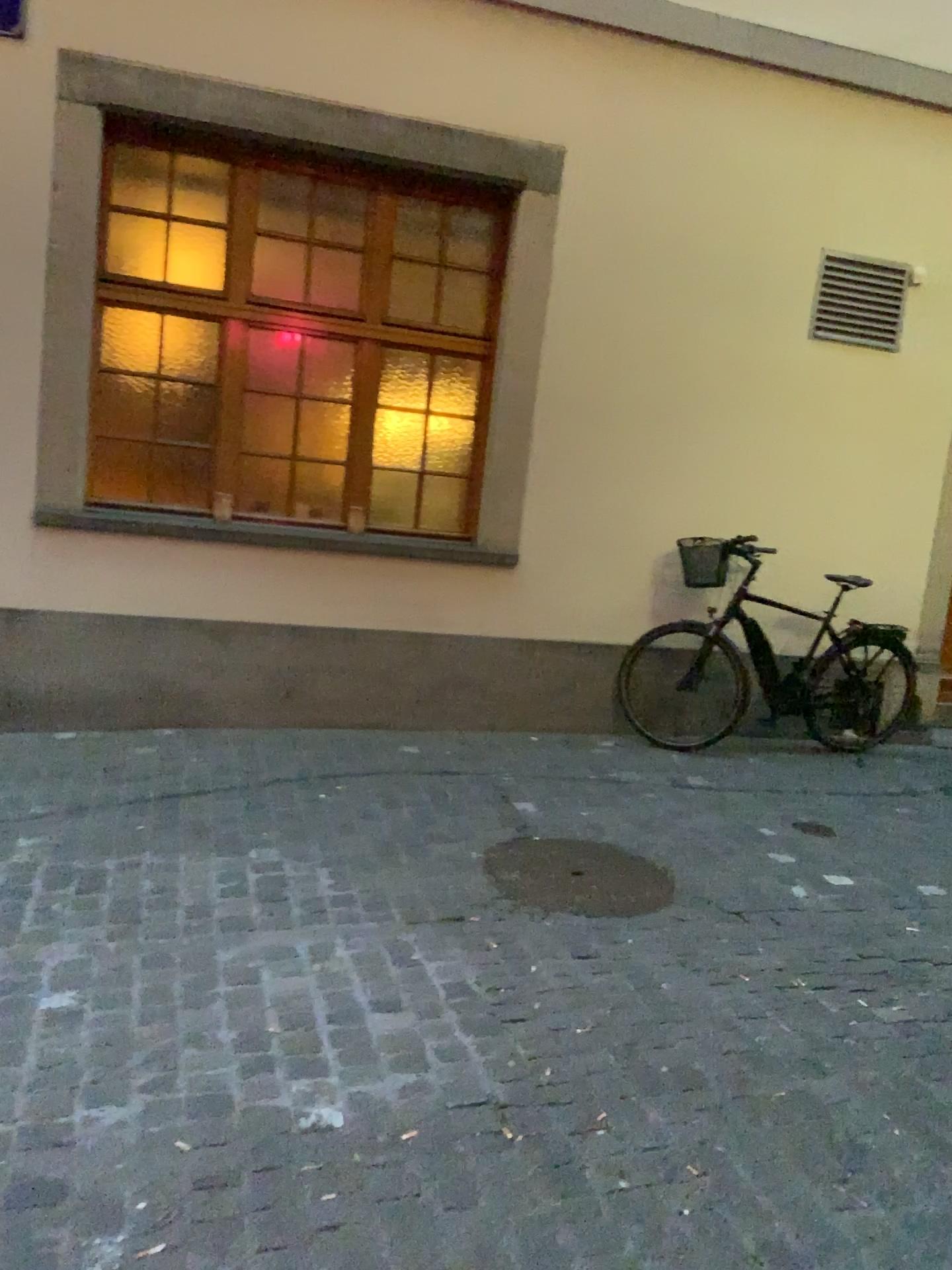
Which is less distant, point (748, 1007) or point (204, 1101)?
point (204, 1101)
